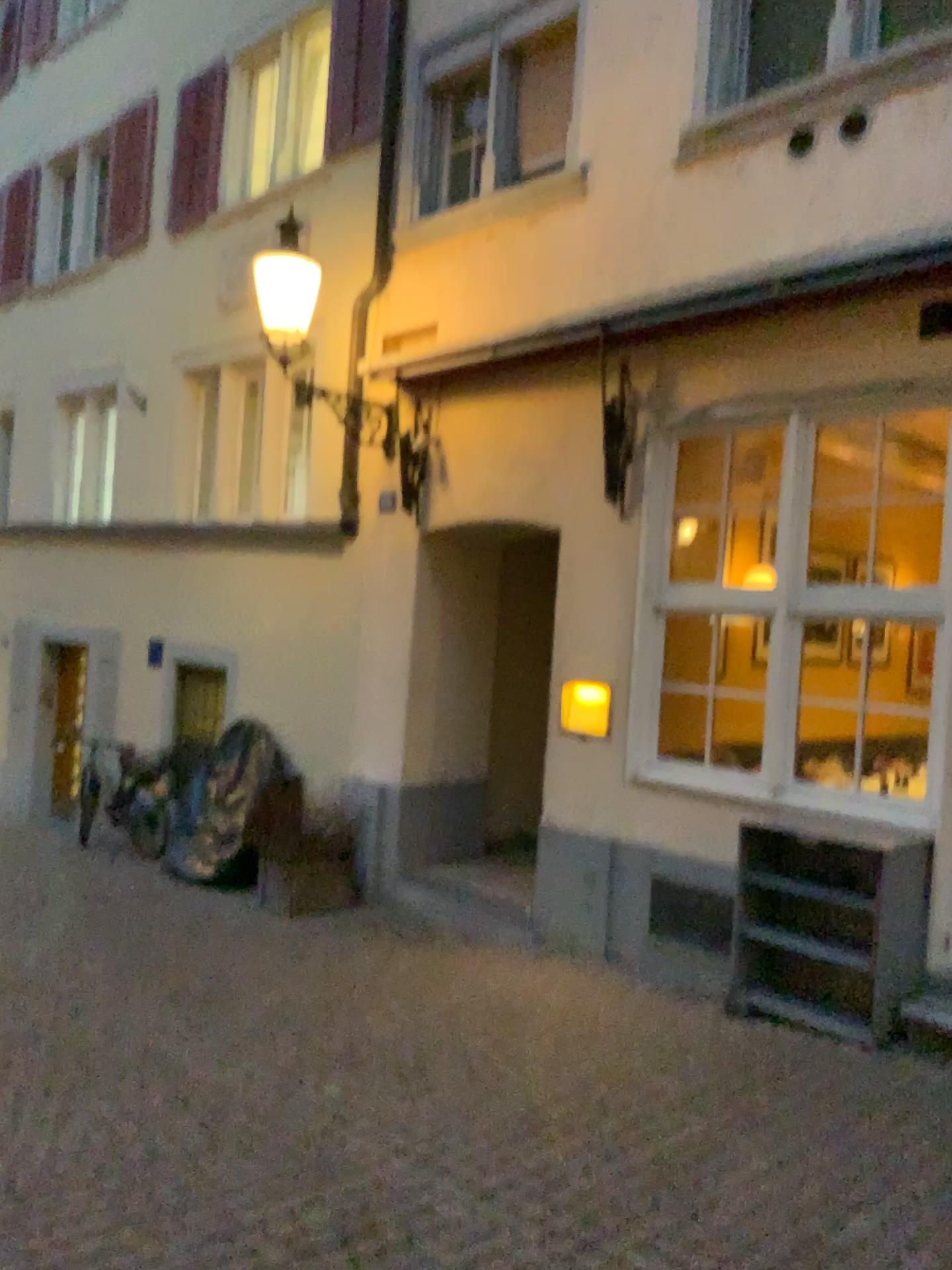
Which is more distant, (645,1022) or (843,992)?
(645,1022)
